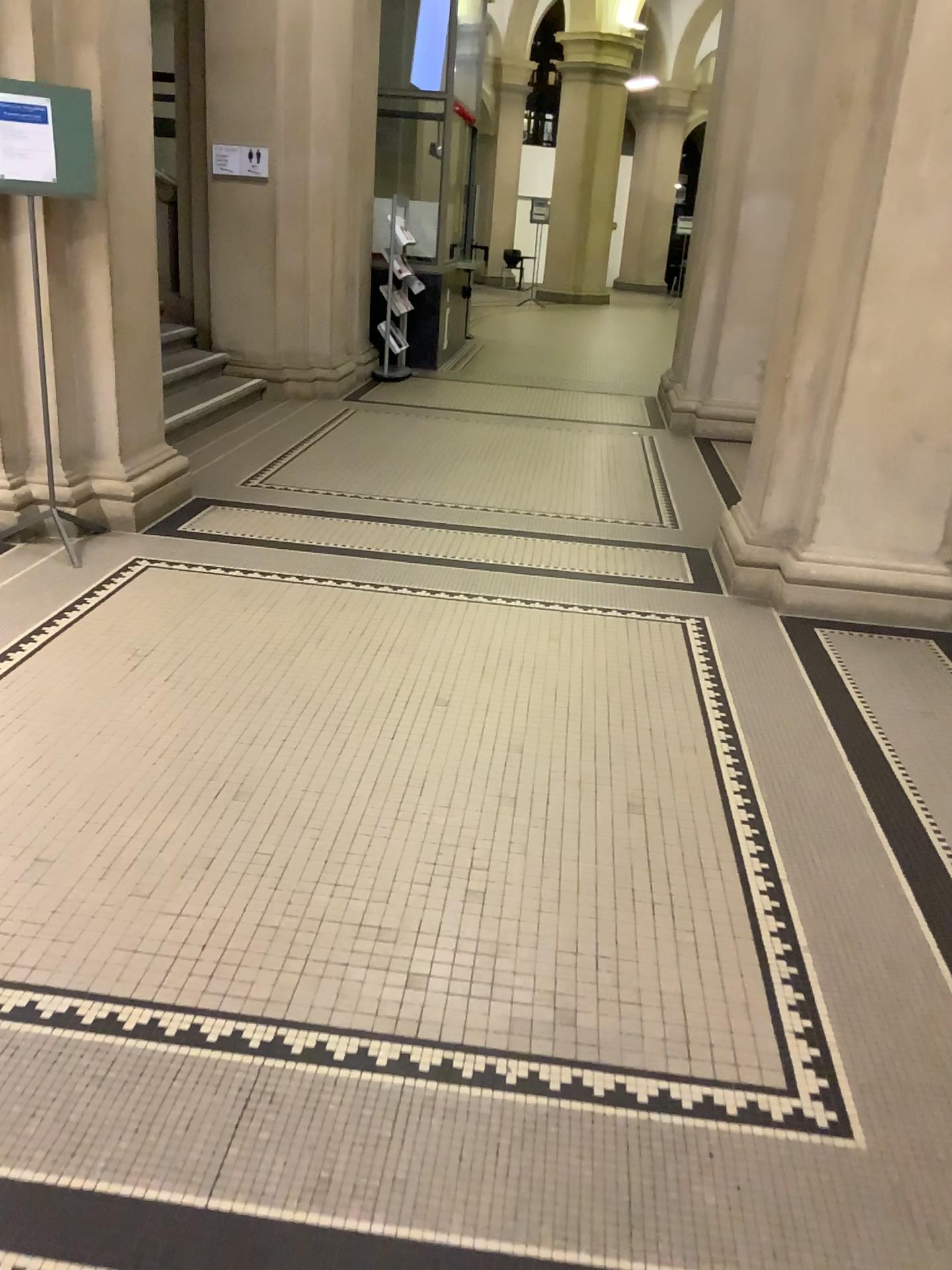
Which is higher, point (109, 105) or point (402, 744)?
point (109, 105)

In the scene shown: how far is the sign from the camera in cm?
397

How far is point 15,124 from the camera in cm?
397

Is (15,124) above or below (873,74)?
below
